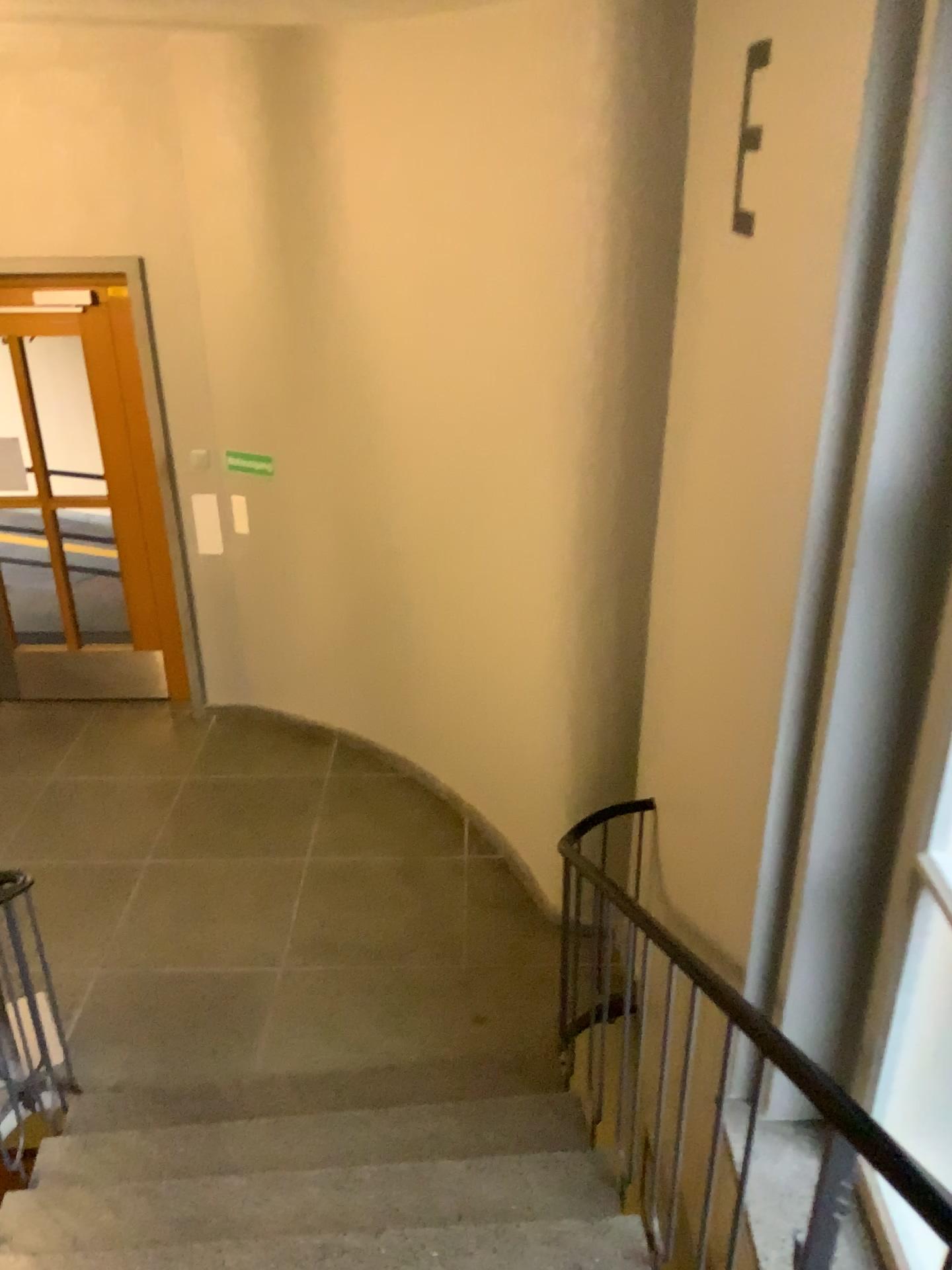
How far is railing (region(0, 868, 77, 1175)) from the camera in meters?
2.8

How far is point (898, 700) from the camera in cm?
207

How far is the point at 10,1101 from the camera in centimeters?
283cm
